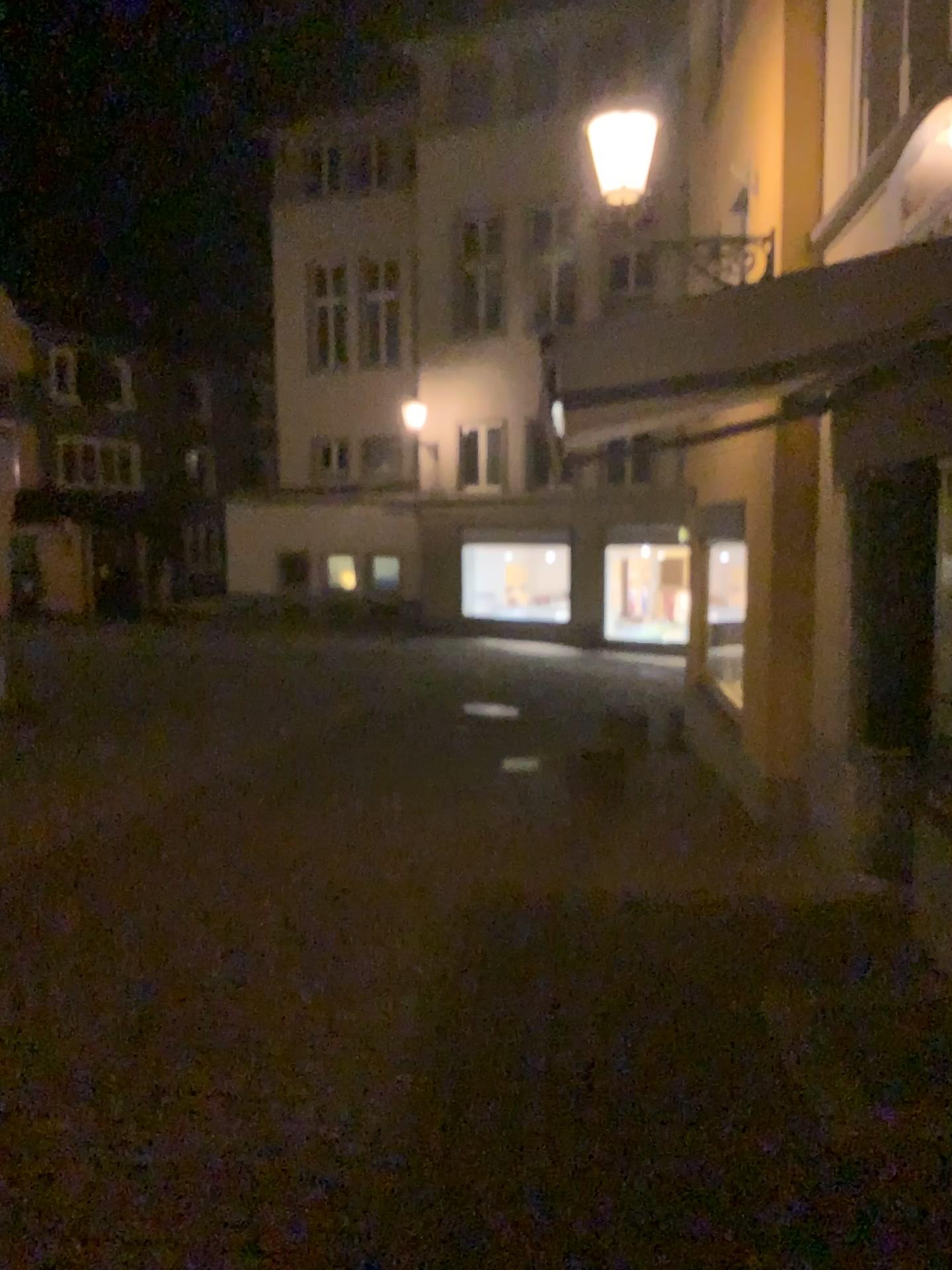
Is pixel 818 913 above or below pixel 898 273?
below
